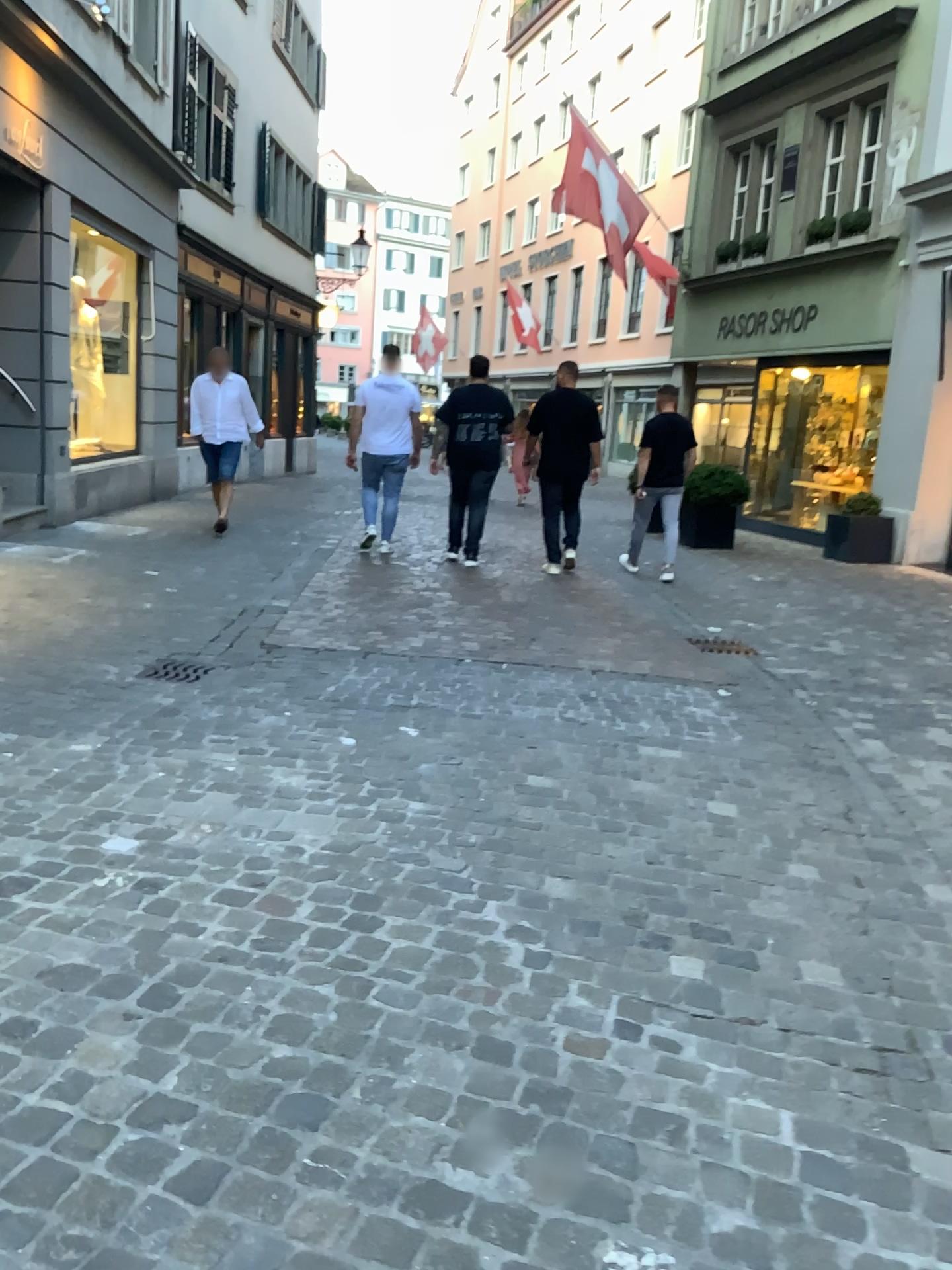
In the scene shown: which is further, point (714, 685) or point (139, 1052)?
point (714, 685)
